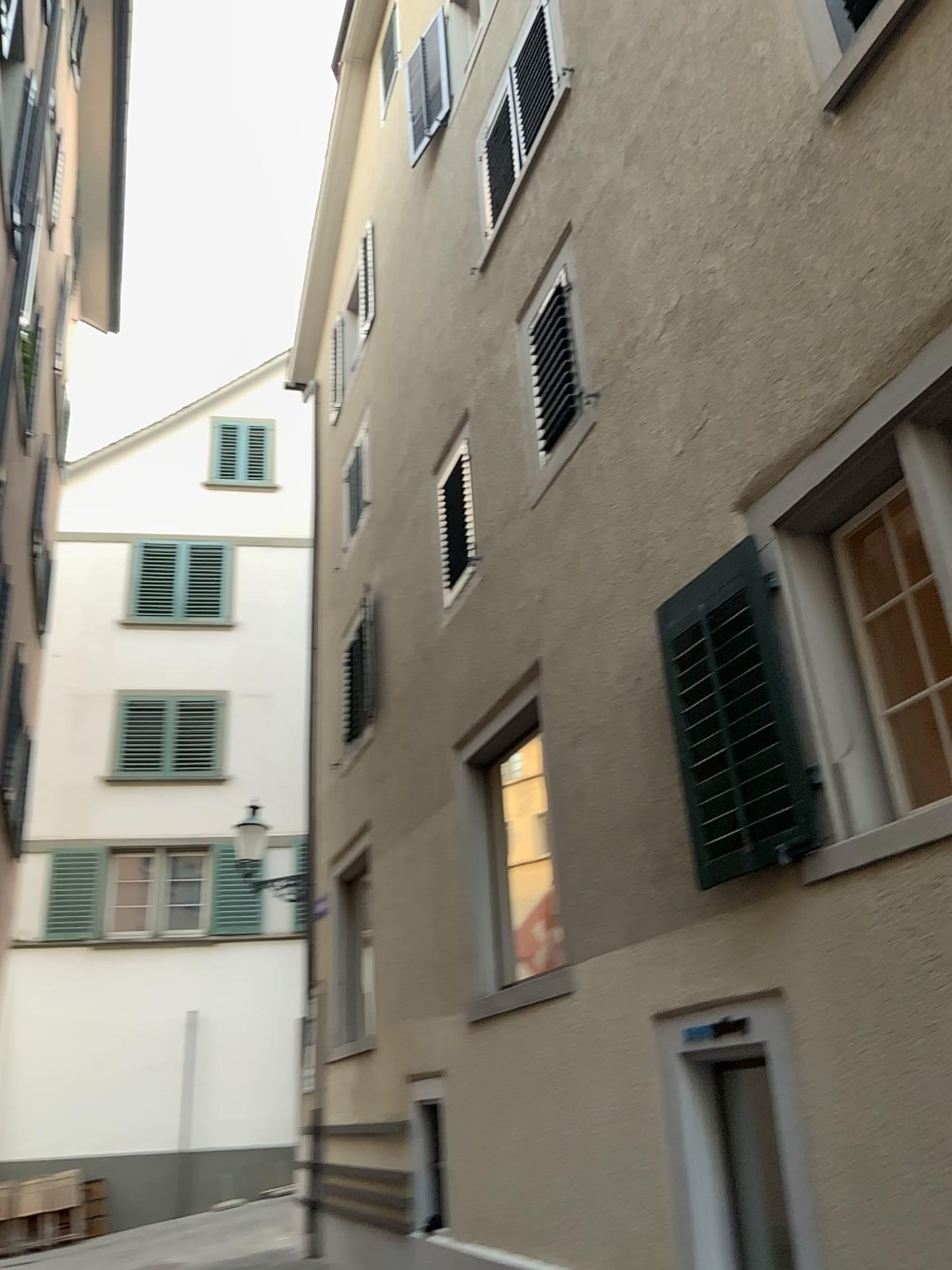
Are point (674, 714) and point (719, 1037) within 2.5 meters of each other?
yes
